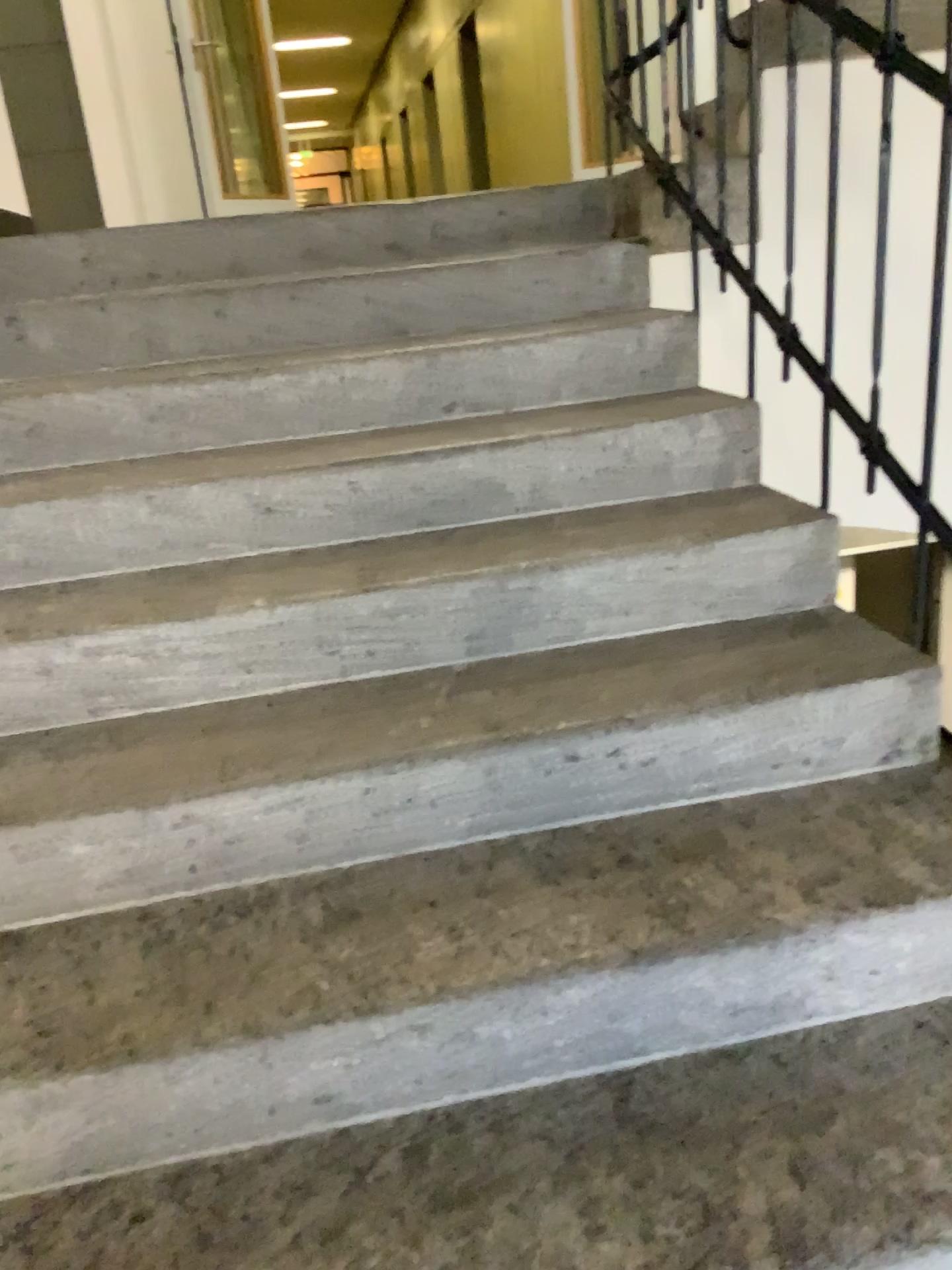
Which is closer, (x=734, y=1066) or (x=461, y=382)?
(x=734, y=1066)
